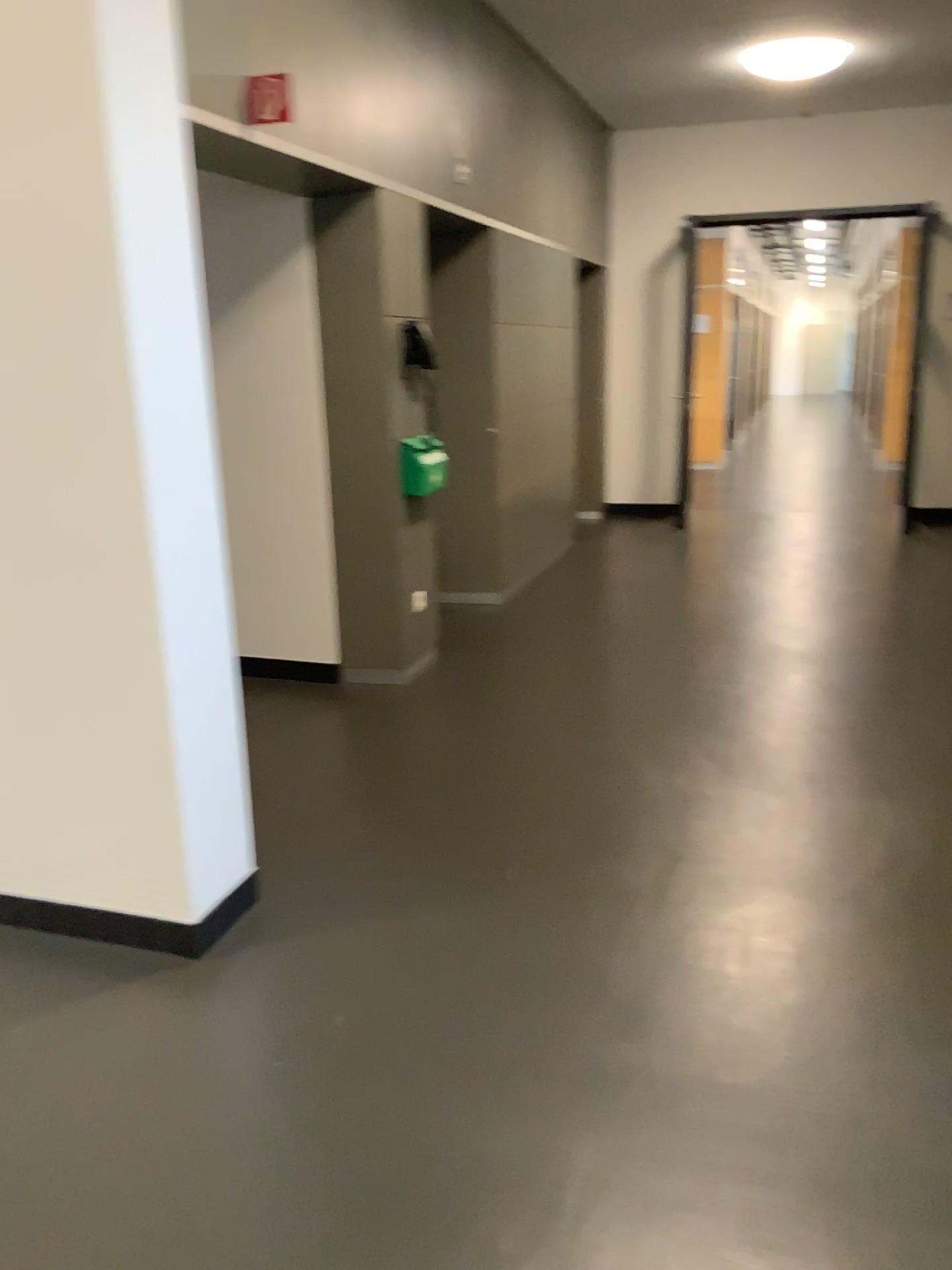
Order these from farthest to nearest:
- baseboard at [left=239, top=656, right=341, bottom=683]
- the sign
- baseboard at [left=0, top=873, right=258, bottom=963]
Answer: baseboard at [left=239, top=656, right=341, bottom=683] < the sign < baseboard at [left=0, top=873, right=258, bottom=963]

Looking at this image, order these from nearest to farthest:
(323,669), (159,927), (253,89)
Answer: (159,927) → (253,89) → (323,669)

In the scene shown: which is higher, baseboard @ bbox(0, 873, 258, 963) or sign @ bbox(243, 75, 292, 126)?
sign @ bbox(243, 75, 292, 126)

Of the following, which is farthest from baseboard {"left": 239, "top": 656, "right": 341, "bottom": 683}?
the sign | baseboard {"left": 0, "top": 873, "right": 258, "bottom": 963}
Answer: the sign

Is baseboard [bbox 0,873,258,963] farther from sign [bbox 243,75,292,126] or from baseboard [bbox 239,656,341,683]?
sign [bbox 243,75,292,126]

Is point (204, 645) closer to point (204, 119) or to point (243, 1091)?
point (243, 1091)

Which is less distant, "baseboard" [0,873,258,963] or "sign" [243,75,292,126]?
"baseboard" [0,873,258,963]

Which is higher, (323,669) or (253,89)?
(253,89)

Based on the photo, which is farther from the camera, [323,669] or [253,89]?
[323,669]

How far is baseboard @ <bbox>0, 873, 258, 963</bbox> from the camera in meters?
2.7
